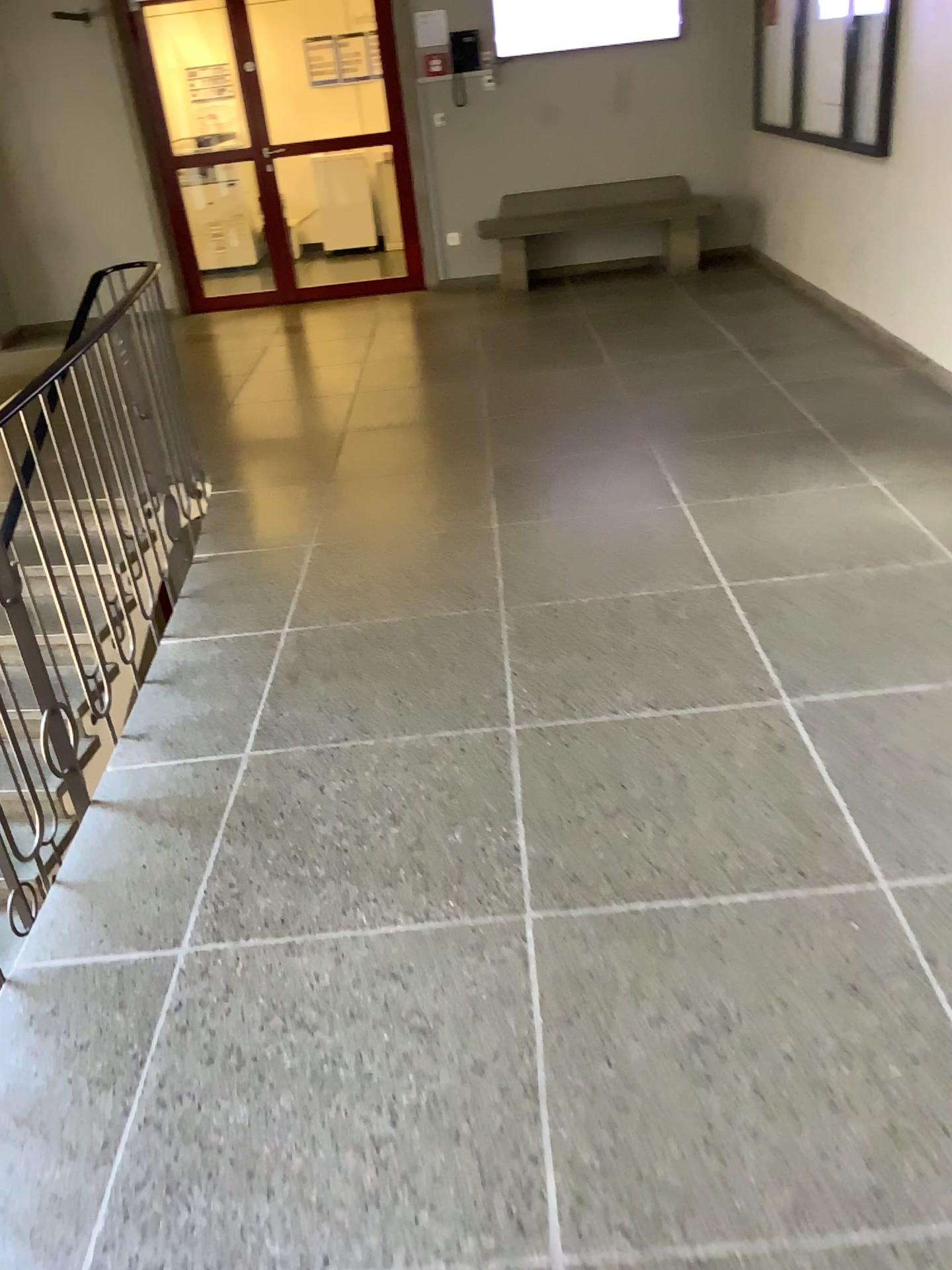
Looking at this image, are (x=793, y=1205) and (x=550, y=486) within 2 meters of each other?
no
